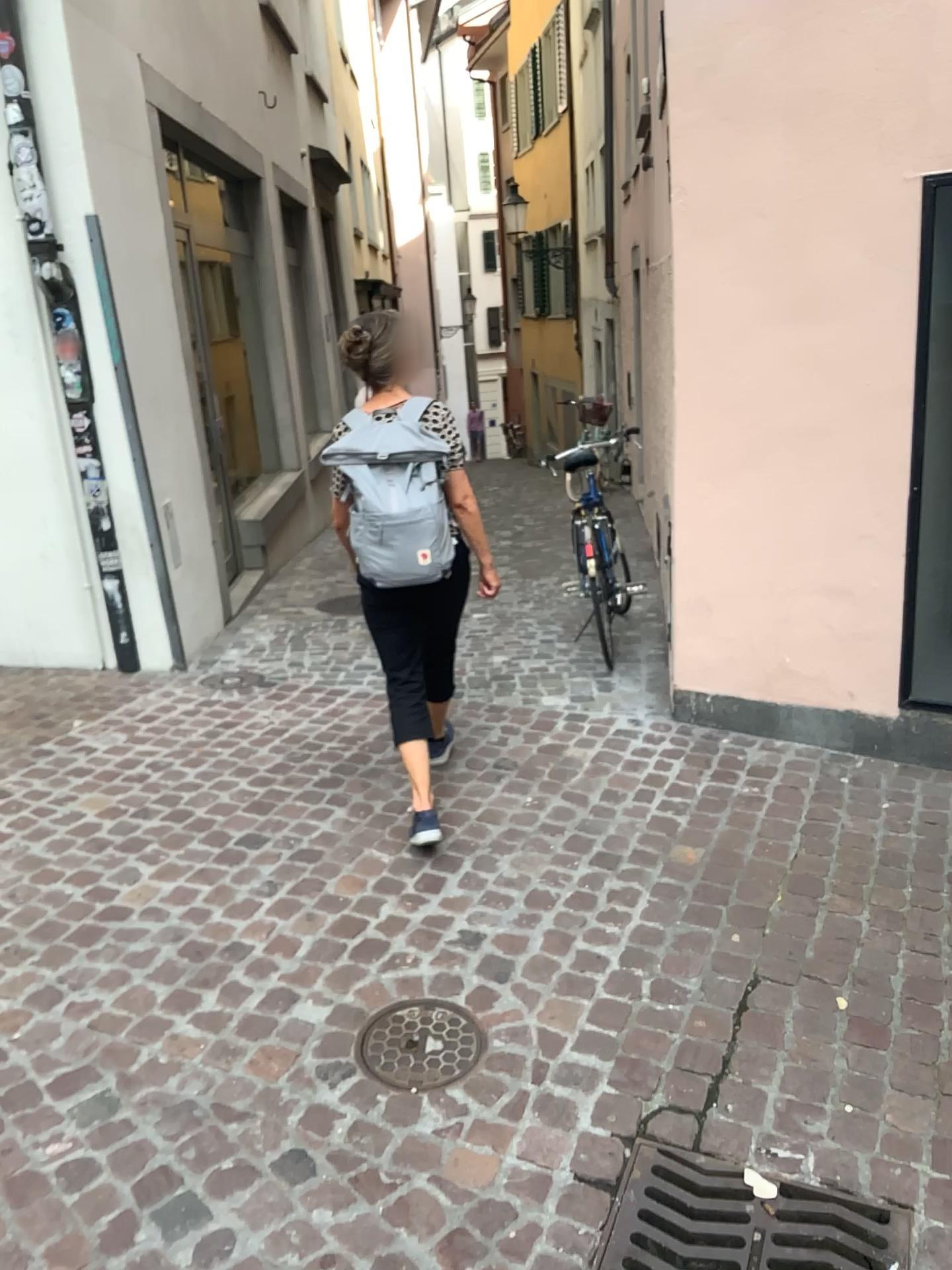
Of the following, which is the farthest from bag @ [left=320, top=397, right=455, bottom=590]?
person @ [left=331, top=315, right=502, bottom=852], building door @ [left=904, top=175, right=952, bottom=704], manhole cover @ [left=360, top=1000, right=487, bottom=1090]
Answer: building door @ [left=904, top=175, right=952, bottom=704]

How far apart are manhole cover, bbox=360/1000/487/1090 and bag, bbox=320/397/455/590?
1.2 meters

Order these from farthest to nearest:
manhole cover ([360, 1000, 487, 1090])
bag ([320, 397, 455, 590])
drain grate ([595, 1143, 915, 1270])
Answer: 1. bag ([320, 397, 455, 590])
2. manhole cover ([360, 1000, 487, 1090])
3. drain grate ([595, 1143, 915, 1270])

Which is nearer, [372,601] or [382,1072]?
[382,1072]

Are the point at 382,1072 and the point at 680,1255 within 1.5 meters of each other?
yes

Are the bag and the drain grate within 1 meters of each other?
no

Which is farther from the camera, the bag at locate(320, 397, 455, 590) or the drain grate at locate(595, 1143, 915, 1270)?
the bag at locate(320, 397, 455, 590)

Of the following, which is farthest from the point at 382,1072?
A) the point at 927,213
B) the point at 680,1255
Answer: the point at 927,213

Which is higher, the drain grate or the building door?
the building door

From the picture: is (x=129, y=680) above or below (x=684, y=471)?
below
